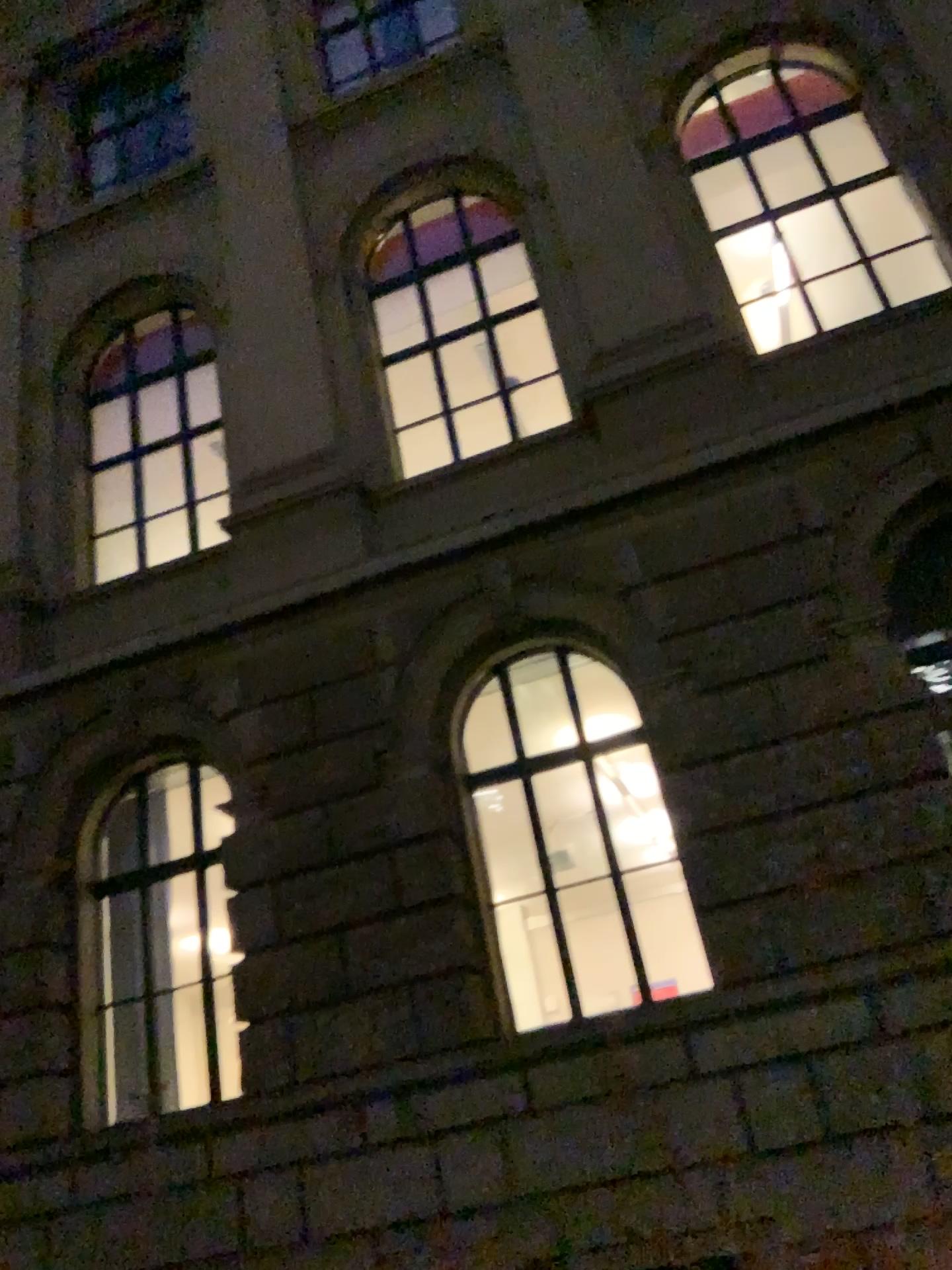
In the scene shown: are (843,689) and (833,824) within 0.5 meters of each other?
yes
